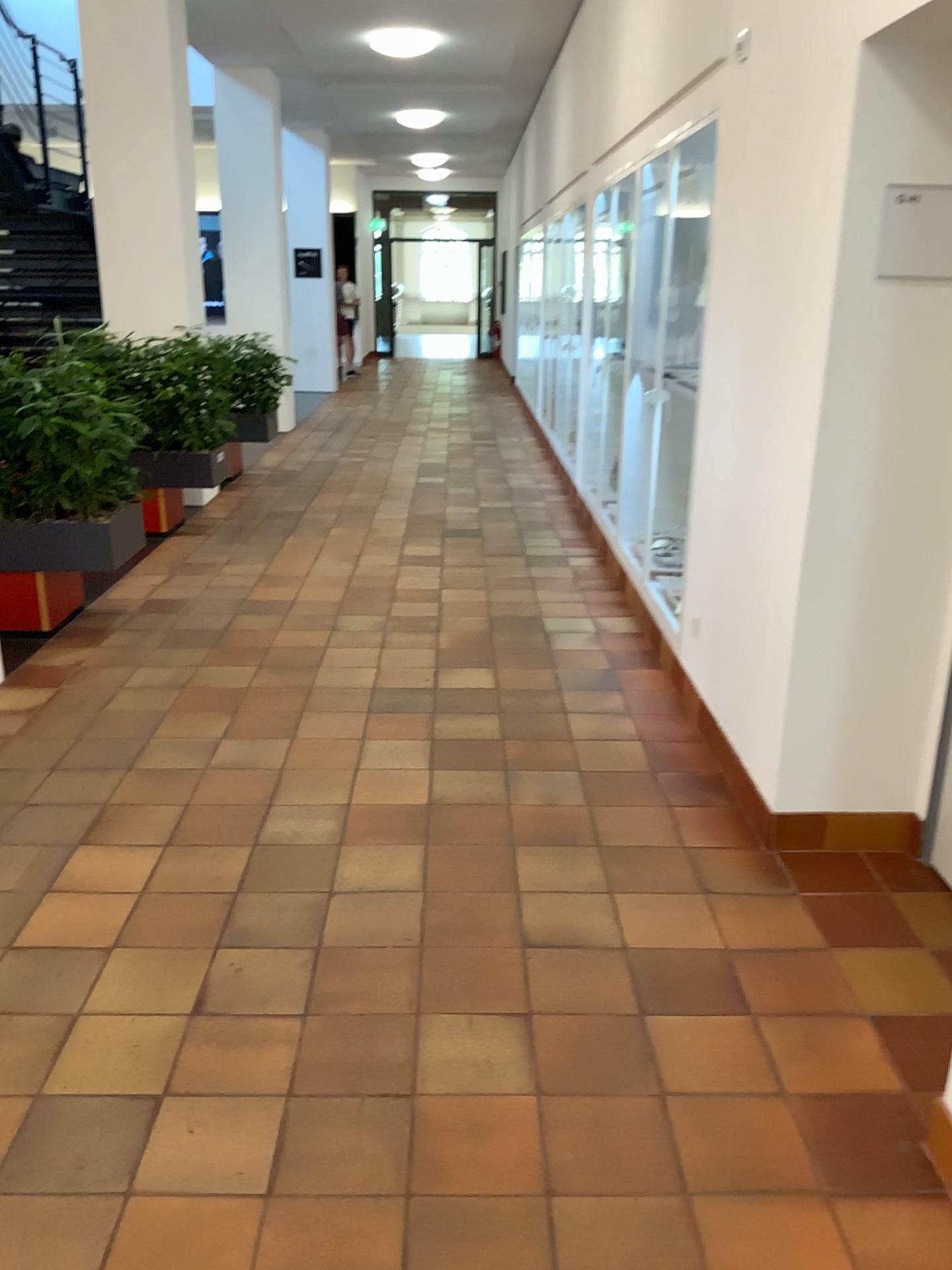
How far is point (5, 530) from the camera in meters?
4.7 m

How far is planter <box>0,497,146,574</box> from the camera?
4.7m

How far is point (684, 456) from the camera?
4.5 meters
